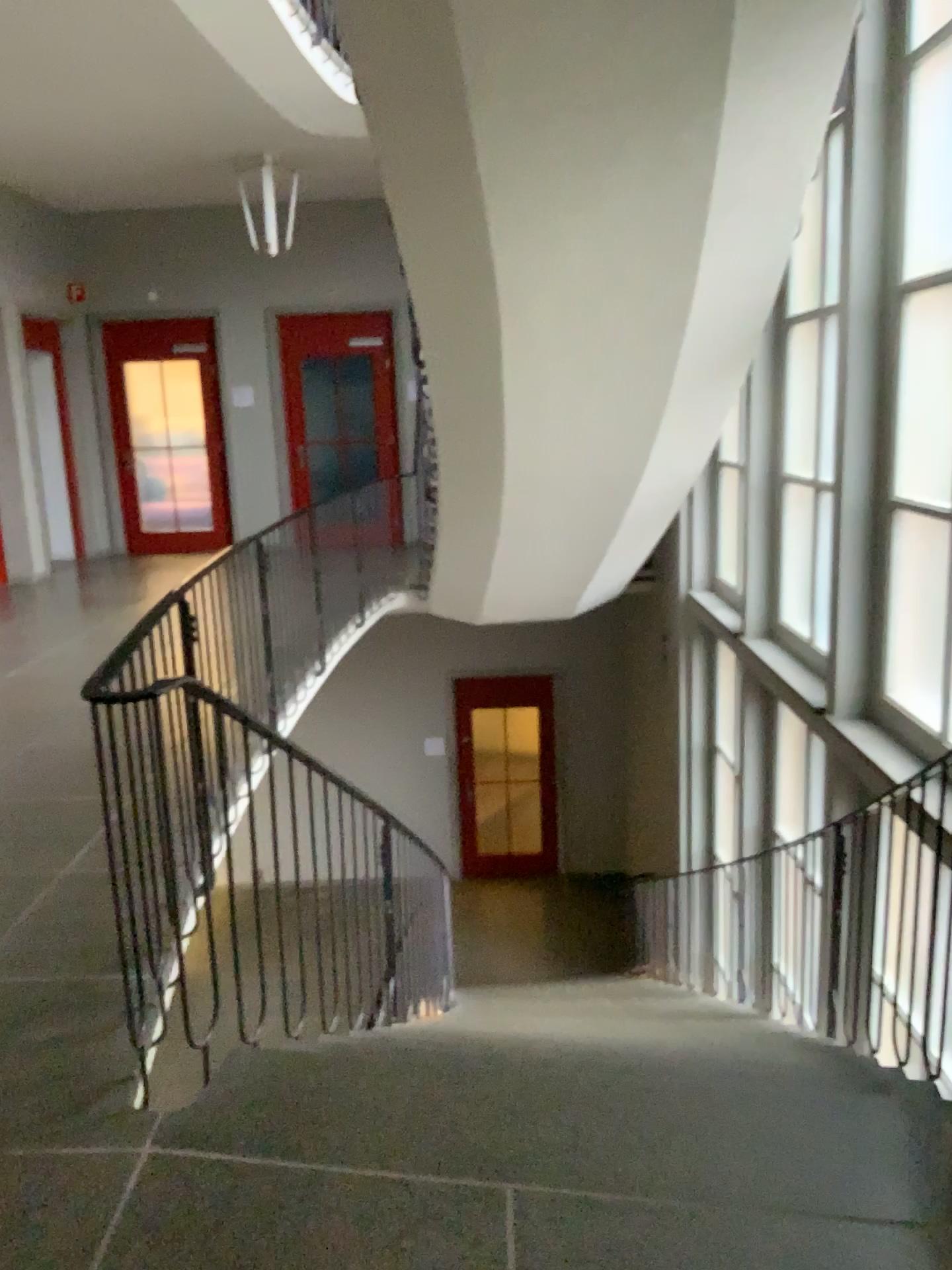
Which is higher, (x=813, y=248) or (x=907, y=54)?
(x=907, y=54)

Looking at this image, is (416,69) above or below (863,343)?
above

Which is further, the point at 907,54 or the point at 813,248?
the point at 813,248

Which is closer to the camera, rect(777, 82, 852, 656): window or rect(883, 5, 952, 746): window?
rect(883, 5, 952, 746): window
